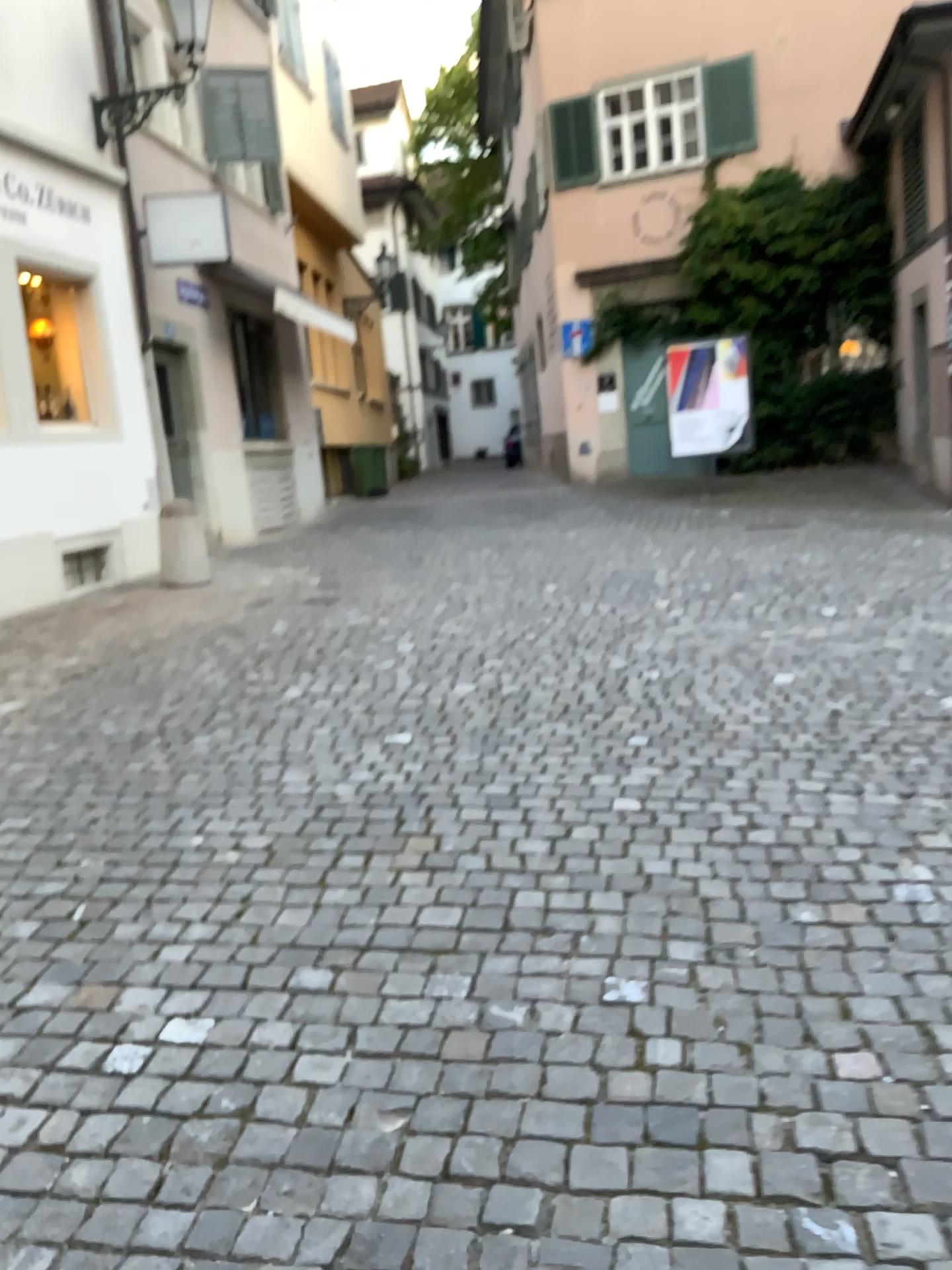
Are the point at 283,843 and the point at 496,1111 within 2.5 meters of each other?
yes
